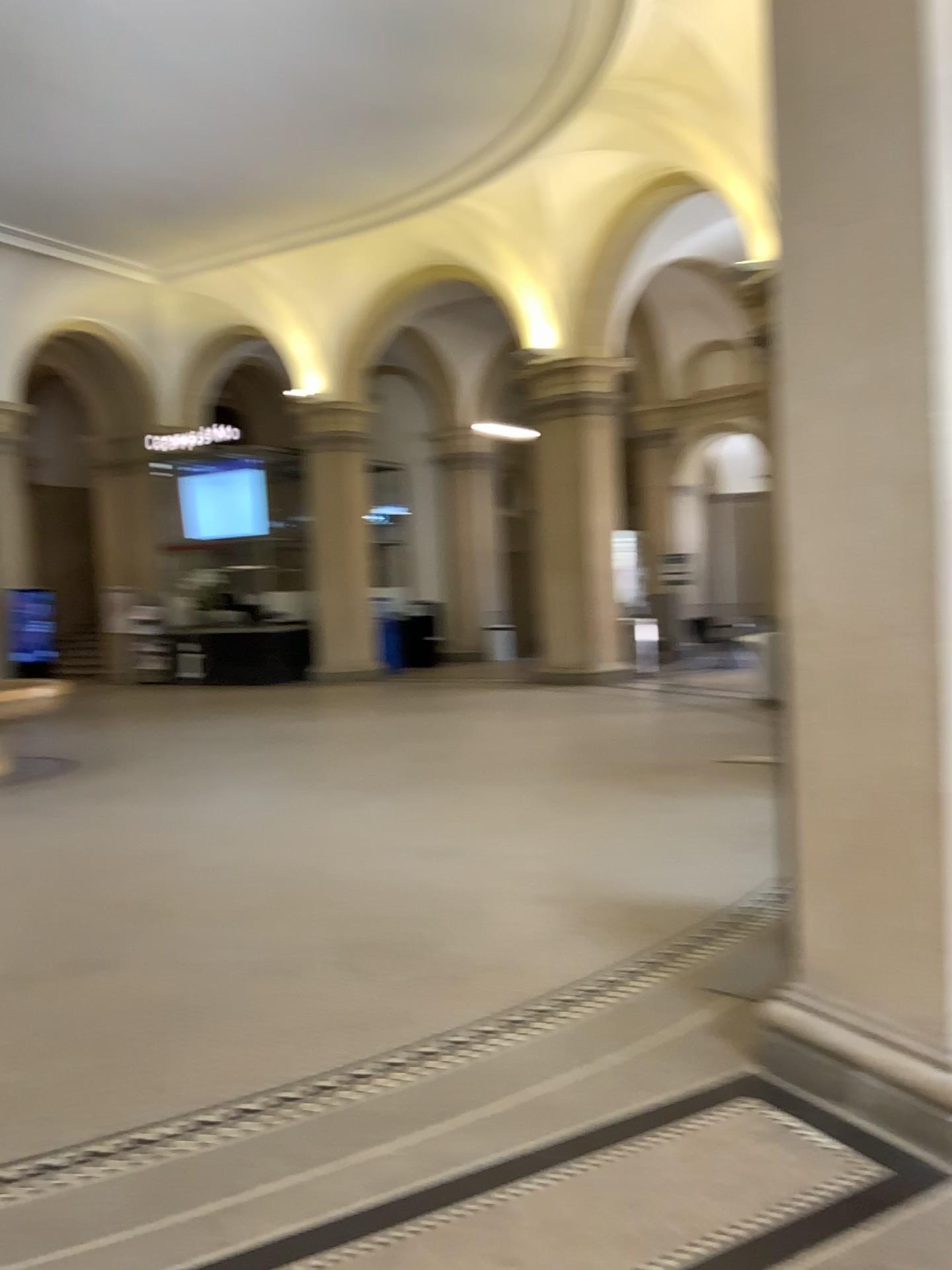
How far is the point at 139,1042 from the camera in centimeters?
363cm
